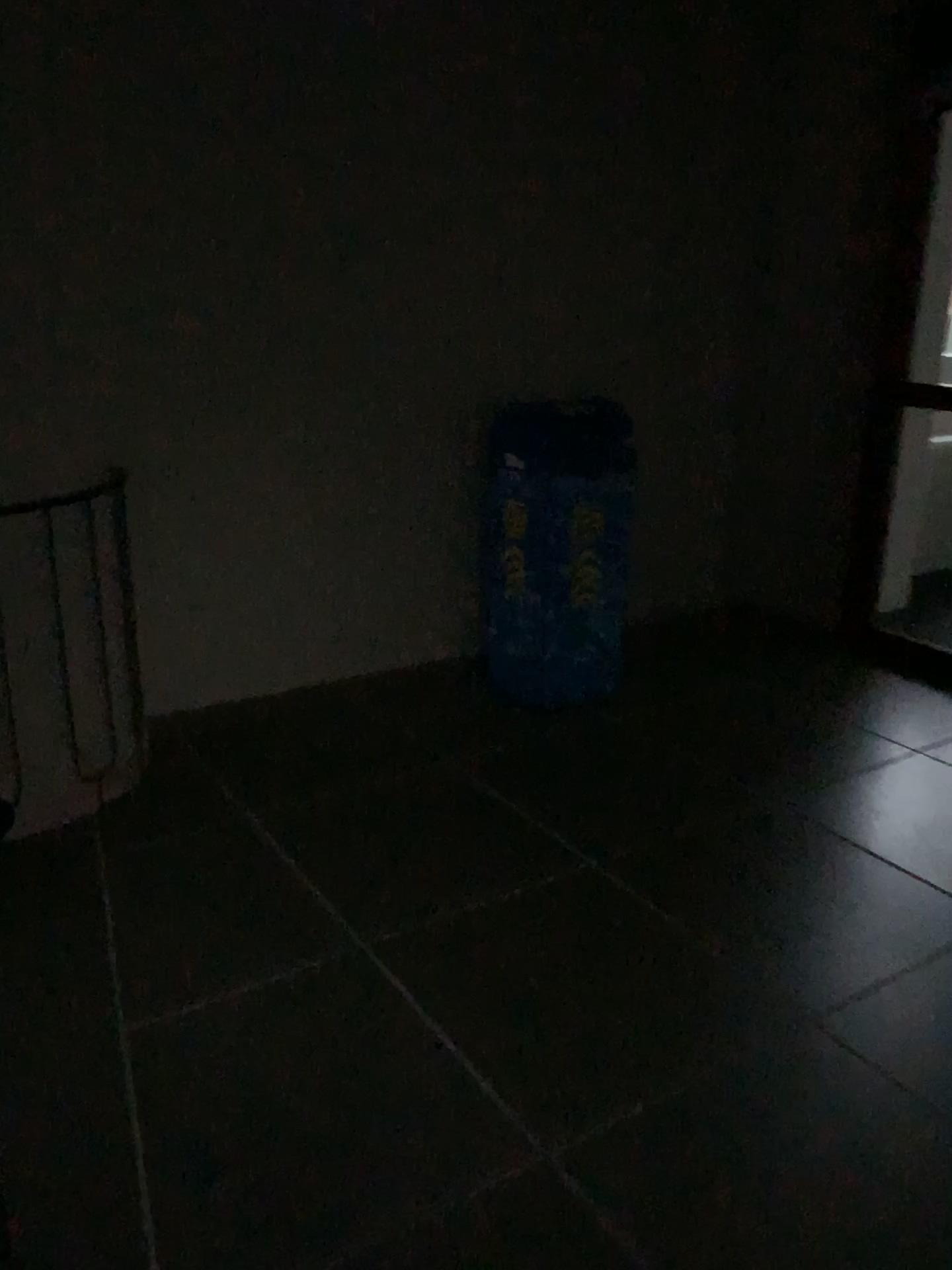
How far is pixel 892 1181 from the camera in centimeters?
181cm

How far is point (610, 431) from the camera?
3.5 meters

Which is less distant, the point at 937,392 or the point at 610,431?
the point at 610,431

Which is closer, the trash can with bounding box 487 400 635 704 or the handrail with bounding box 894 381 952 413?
the trash can with bounding box 487 400 635 704

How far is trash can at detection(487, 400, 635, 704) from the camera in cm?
351
